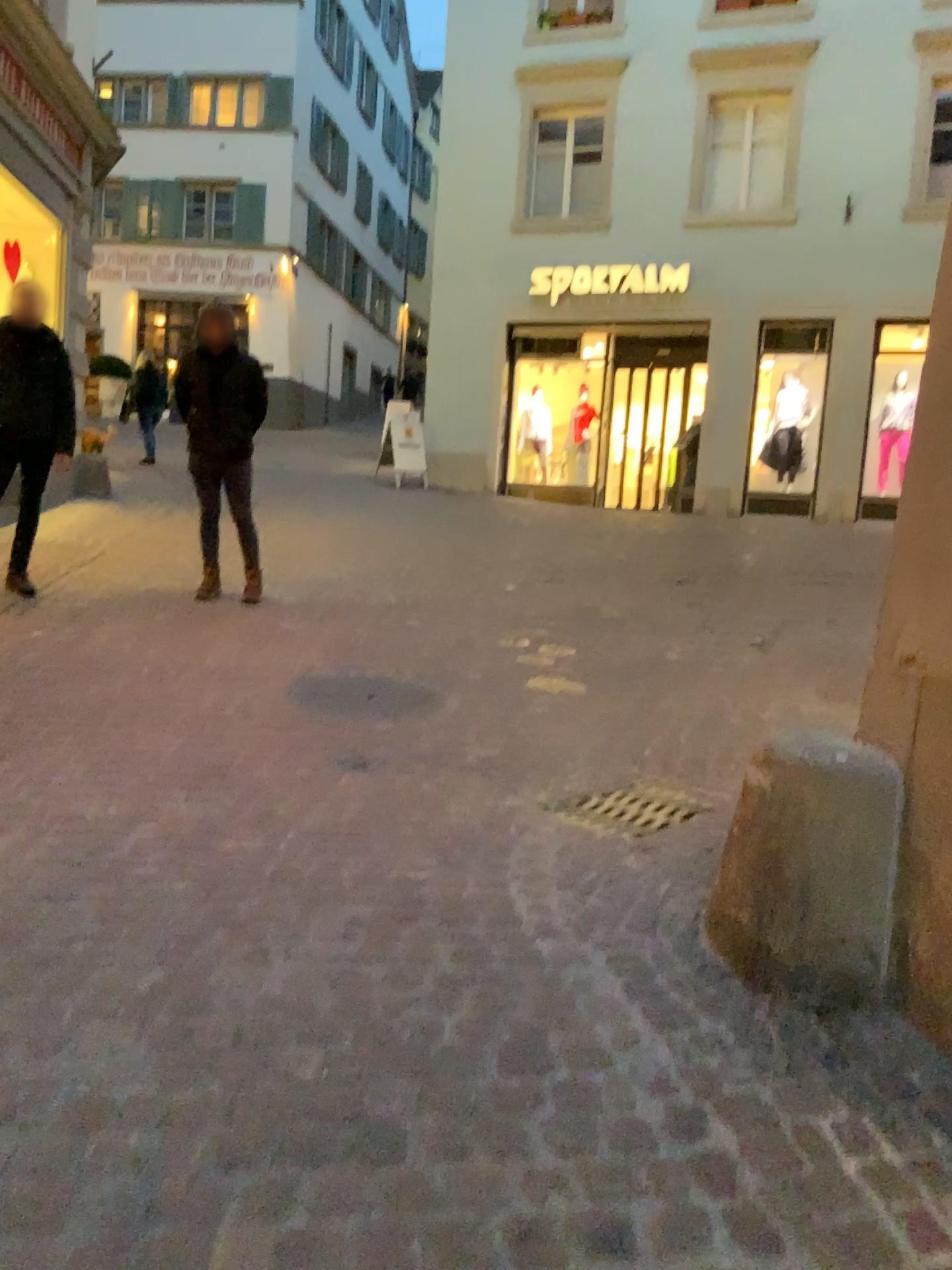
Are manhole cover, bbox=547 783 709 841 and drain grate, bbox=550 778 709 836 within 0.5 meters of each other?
yes

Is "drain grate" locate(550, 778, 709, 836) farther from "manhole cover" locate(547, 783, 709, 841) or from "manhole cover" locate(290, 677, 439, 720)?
"manhole cover" locate(290, 677, 439, 720)

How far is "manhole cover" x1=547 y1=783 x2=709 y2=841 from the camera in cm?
340

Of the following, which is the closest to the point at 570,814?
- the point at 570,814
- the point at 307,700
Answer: the point at 570,814

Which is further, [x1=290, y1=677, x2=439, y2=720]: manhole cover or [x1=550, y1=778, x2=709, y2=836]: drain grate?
[x1=290, y1=677, x2=439, y2=720]: manhole cover

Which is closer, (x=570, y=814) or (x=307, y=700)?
Answer: (x=570, y=814)

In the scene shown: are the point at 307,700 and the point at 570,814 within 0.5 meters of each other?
no

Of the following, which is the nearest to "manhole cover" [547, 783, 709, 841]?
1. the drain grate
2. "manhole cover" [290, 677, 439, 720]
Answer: the drain grate

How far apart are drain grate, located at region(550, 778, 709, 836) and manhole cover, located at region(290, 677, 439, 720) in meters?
1.1

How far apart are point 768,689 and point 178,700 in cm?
273
